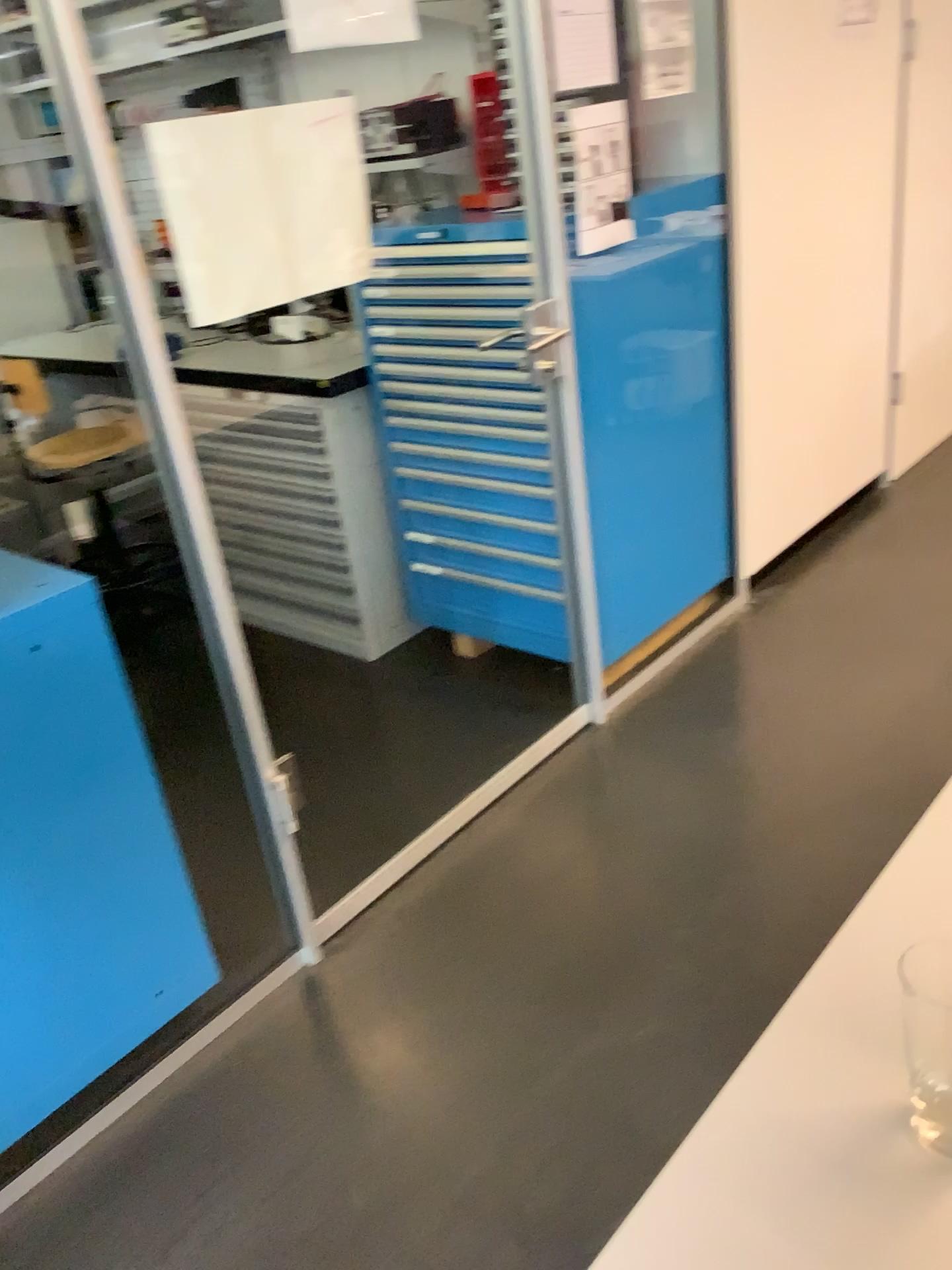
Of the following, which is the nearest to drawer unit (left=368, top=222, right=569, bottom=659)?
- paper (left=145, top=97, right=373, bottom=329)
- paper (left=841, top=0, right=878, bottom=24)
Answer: paper (left=145, top=97, right=373, bottom=329)

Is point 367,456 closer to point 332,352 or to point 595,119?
point 332,352

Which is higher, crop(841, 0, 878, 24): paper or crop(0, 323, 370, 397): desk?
crop(841, 0, 878, 24): paper

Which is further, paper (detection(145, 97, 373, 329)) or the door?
the door

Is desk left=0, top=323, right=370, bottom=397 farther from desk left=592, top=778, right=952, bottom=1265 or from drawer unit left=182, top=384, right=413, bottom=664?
desk left=592, top=778, right=952, bottom=1265

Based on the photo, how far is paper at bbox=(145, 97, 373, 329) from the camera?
1.7m

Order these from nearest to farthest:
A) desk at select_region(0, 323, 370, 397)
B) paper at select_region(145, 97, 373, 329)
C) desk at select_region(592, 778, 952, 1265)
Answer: desk at select_region(592, 778, 952, 1265), paper at select_region(145, 97, 373, 329), desk at select_region(0, 323, 370, 397)

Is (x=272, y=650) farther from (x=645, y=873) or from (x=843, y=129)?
(x=843, y=129)

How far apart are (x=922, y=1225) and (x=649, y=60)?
2.48m

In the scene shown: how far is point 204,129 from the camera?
1.7 meters
